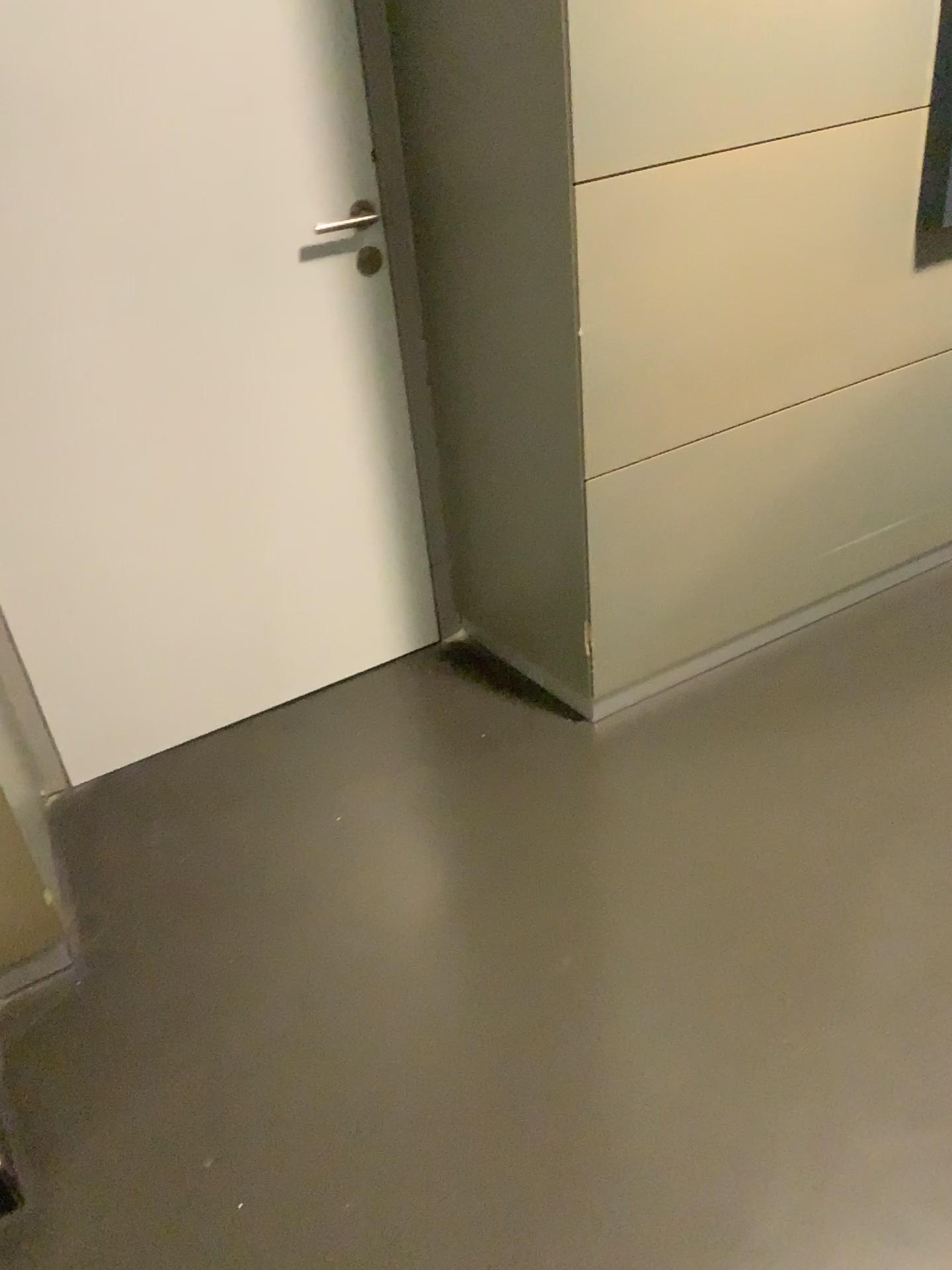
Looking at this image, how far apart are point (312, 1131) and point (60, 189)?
1.5m

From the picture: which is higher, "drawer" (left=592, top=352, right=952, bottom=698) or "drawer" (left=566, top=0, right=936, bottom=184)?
"drawer" (left=566, top=0, right=936, bottom=184)

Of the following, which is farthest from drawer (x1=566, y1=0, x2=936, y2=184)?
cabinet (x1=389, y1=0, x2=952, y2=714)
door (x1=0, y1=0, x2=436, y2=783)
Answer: door (x1=0, y1=0, x2=436, y2=783)

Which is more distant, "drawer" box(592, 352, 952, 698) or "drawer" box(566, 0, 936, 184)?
"drawer" box(592, 352, 952, 698)

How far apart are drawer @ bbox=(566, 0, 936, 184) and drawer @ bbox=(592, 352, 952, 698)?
0.53m

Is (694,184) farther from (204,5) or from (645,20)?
(204,5)

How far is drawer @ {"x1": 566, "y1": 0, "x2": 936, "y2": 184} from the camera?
1.6m

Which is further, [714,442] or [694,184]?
[714,442]

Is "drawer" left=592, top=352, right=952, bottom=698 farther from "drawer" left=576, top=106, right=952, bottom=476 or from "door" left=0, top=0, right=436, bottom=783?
"door" left=0, top=0, right=436, bottom=783

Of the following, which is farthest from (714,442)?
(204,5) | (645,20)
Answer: (204,5)
